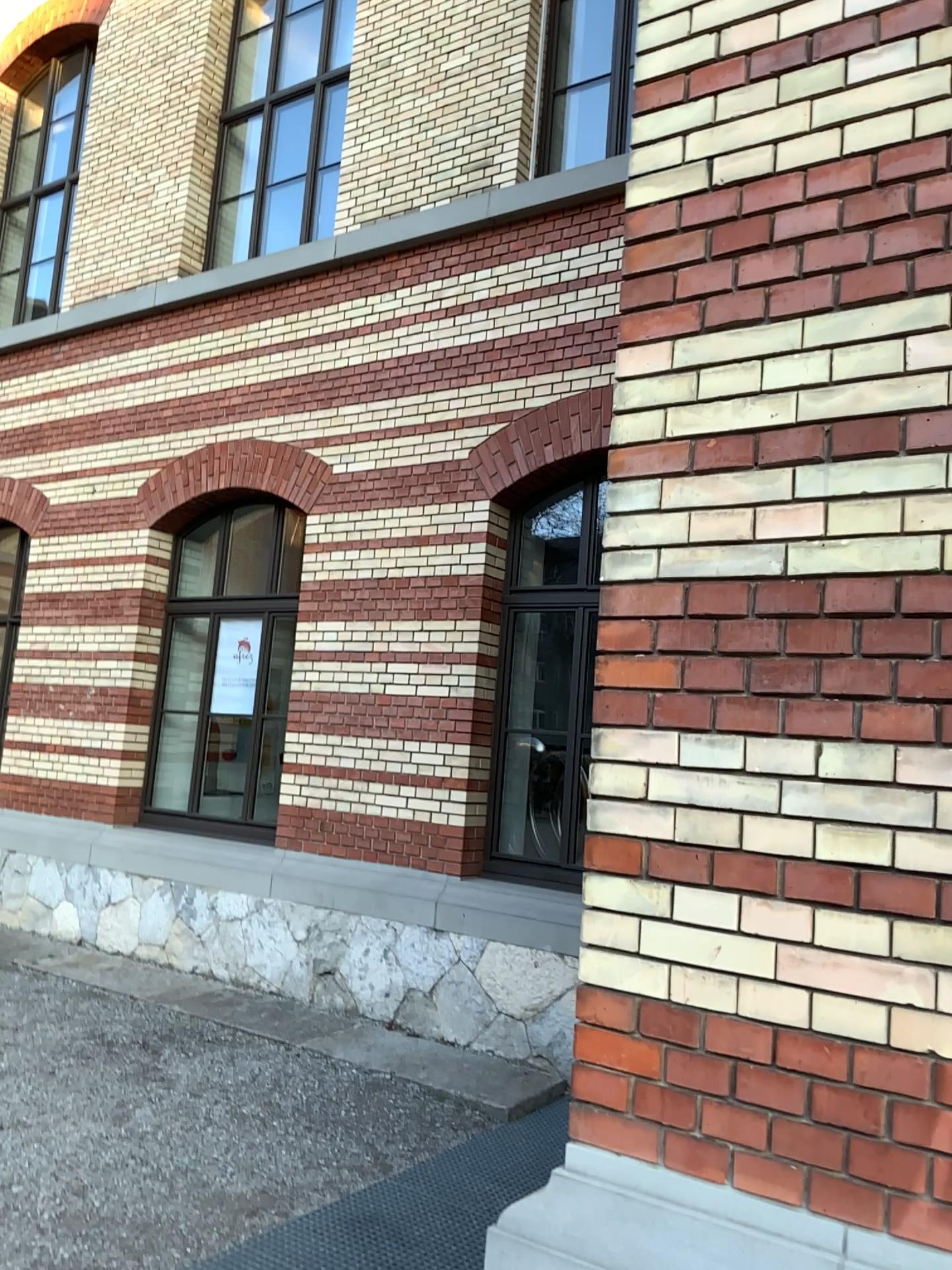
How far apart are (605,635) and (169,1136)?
3.2m
